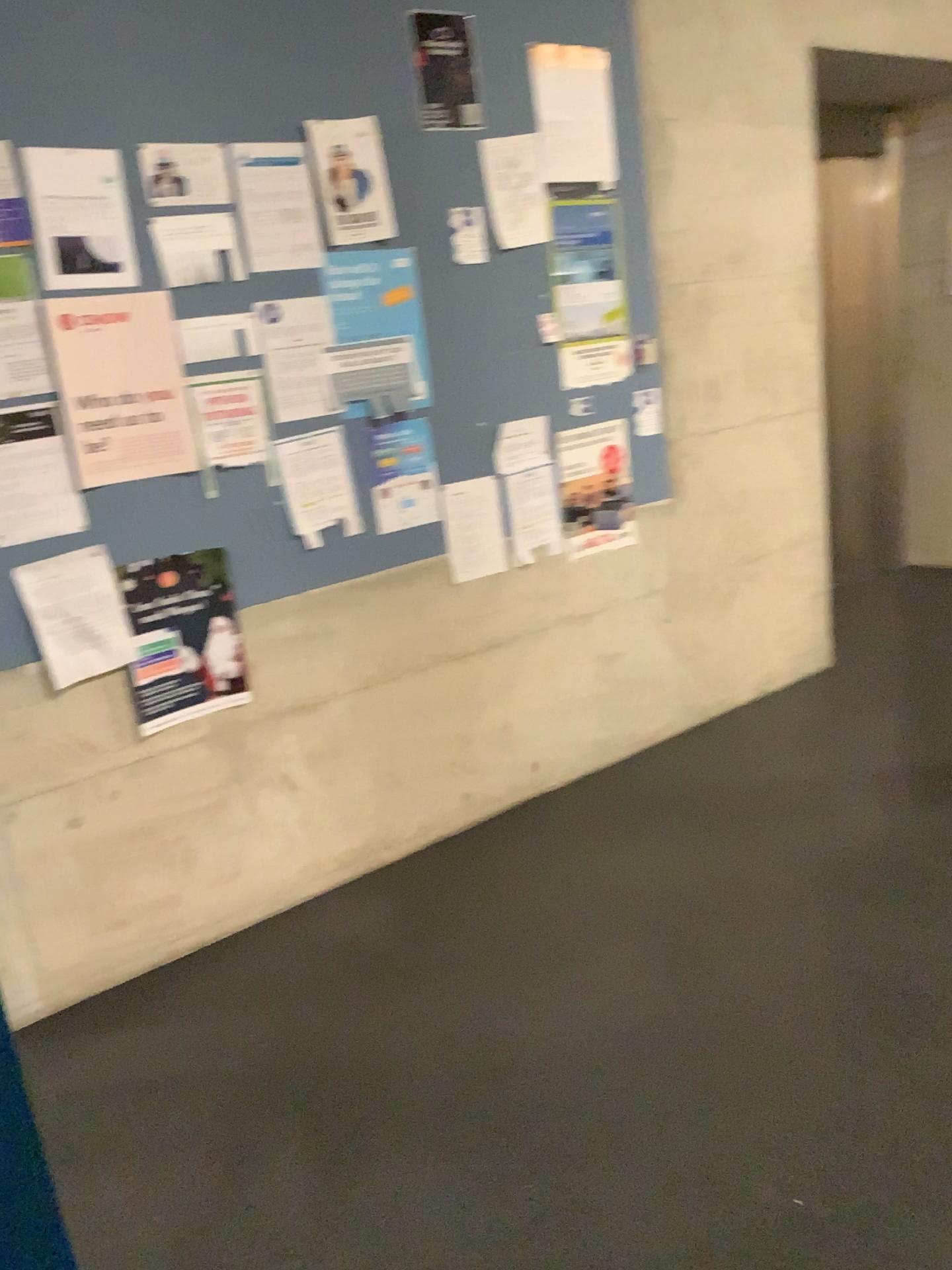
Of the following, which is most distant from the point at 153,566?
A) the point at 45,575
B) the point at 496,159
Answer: the point at 496,159

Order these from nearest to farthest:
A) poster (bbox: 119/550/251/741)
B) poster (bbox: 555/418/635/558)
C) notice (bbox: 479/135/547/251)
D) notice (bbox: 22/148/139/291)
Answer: notice (bbox: 22/148/139/291), poster (bbox: 119/550/251/741), notice (bbox: 479/135/547/251), poster (bbox: 555/418/635/558)

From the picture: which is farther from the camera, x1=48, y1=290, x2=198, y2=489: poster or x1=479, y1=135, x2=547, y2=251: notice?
x1=479, y1=135, x2=547, y2=251: notice

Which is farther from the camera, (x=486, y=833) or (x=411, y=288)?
(x=486, y=833)

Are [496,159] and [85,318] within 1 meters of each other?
no

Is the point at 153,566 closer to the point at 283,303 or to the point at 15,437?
the point at 15,437

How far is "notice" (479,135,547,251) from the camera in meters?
3.0

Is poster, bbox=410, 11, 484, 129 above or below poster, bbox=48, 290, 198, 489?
above

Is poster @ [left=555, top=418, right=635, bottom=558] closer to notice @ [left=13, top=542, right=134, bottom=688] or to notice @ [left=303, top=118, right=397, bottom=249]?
notice @ [left=303, top=118, right=397, bottom=249]

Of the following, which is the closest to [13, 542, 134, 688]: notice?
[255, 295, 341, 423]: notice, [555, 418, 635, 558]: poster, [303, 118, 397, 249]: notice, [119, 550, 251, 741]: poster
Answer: [119, 550, 251, 741]: poster
